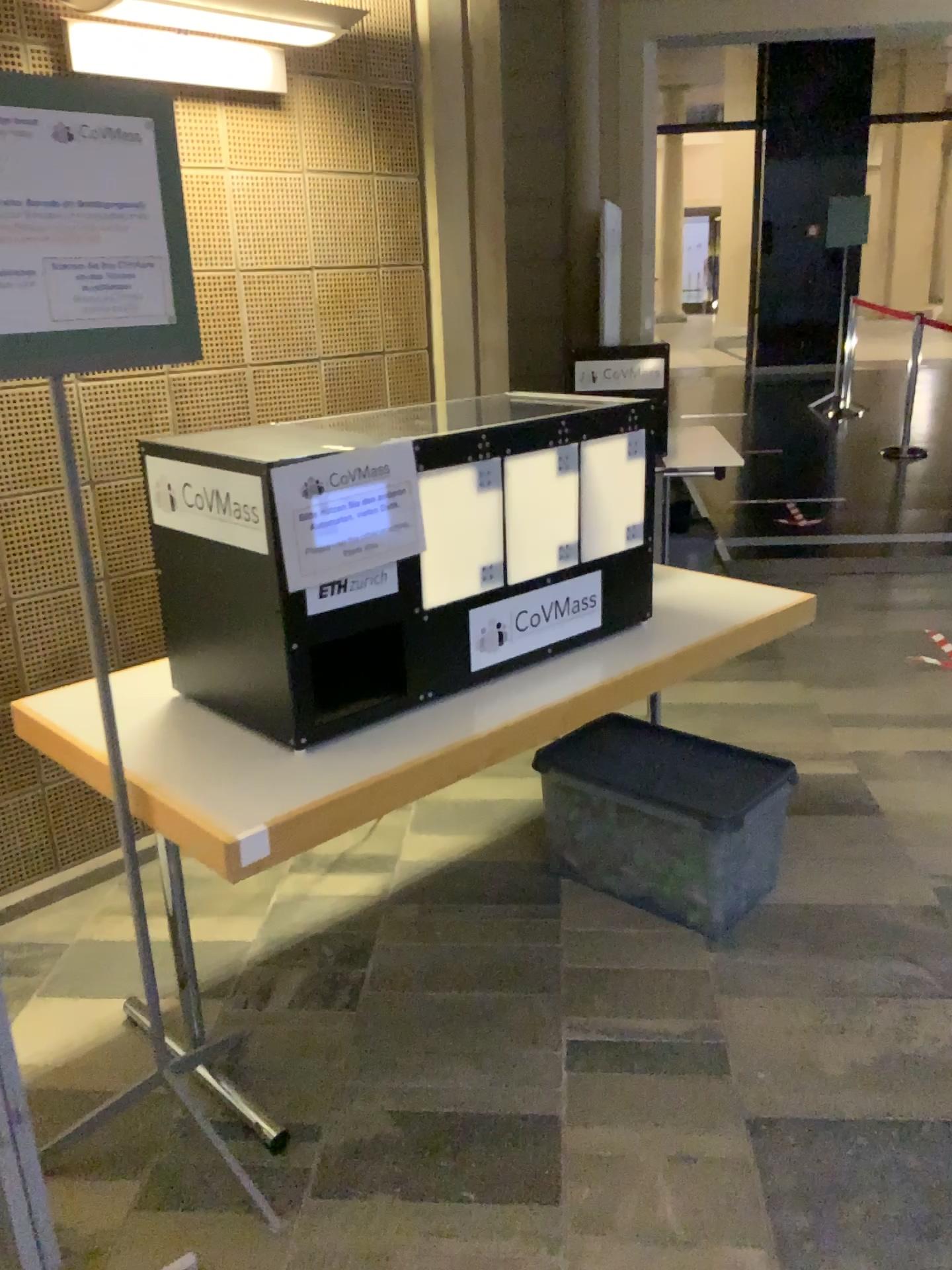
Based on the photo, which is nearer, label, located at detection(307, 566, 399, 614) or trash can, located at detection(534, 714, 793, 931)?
label, located at detection(307, 566, 399, 614)

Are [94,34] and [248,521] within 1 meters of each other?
no

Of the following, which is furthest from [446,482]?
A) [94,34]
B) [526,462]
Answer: [94,34]

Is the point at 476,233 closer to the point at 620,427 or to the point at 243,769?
the point at 620,427

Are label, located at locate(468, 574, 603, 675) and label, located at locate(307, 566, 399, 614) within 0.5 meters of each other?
yes

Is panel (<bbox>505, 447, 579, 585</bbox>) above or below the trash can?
above

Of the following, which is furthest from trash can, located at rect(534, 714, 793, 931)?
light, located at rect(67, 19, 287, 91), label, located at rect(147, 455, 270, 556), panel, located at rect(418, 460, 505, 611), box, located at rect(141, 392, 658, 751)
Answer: light, located at rect(67, 19, 287, 91)

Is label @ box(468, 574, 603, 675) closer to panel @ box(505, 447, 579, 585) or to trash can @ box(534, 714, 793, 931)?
panel @ box(505, 447, 579, 585)

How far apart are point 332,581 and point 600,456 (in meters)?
0.73

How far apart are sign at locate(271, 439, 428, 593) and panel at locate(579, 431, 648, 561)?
0.5m
